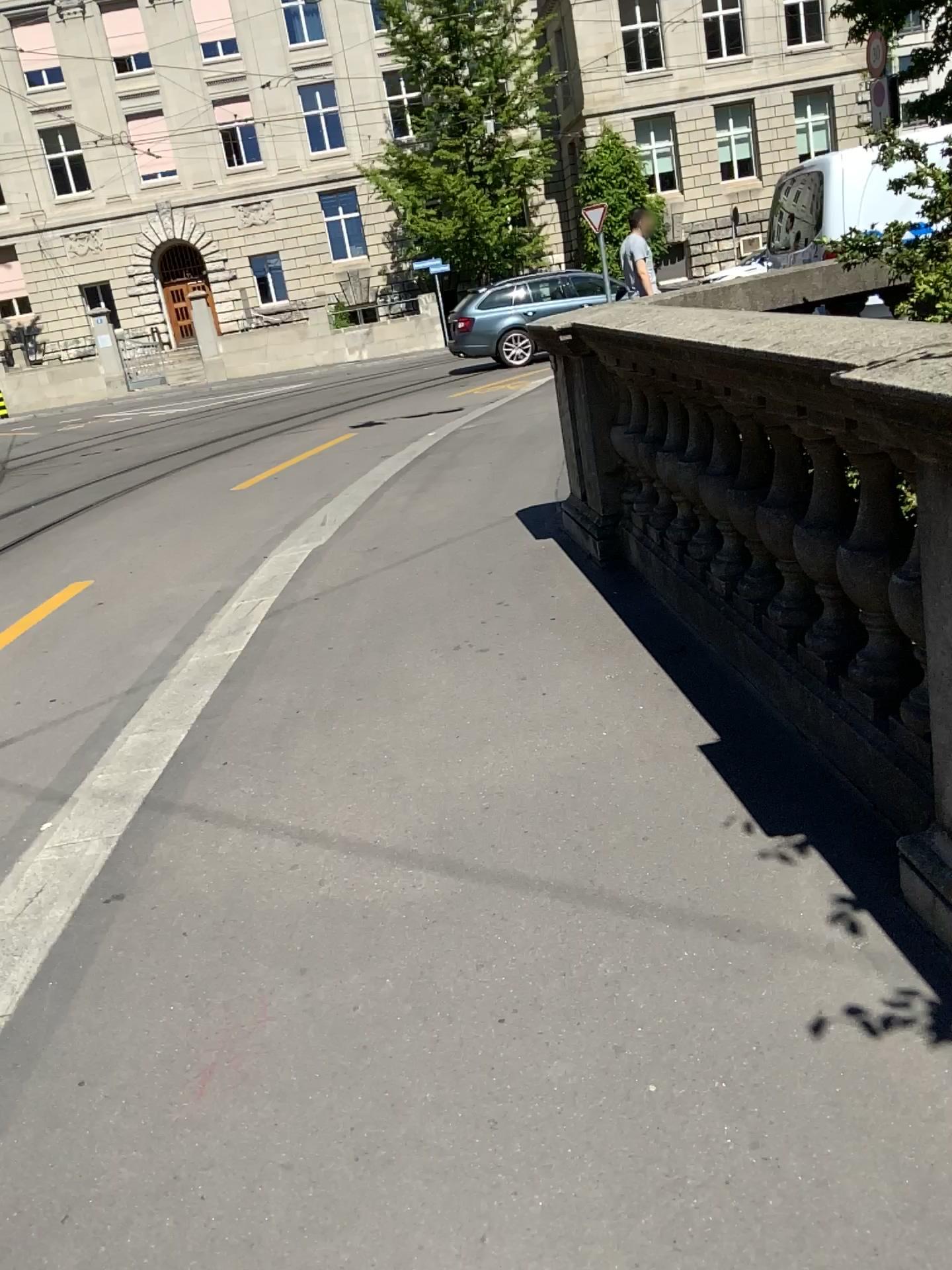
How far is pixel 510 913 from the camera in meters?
2.3
